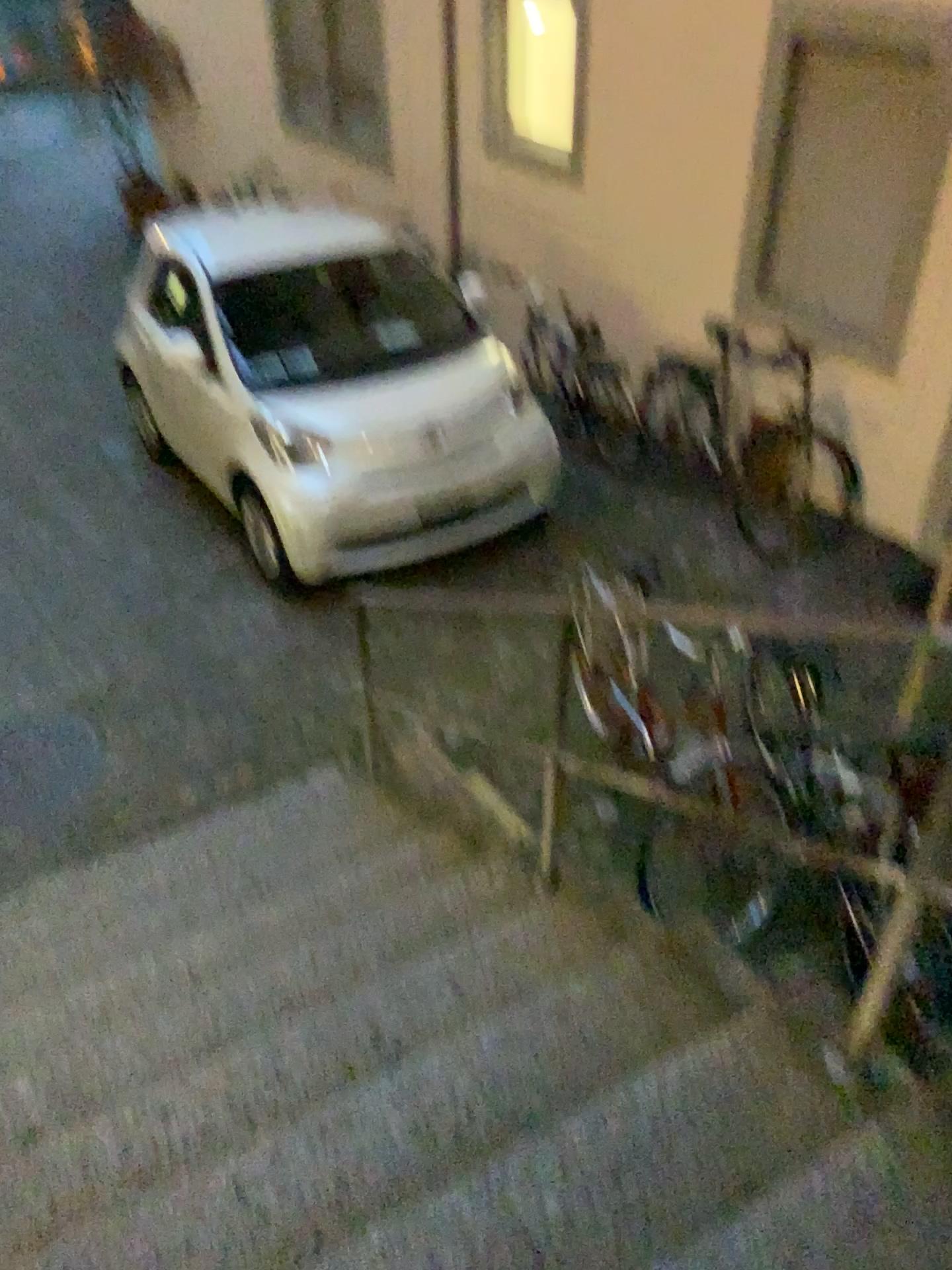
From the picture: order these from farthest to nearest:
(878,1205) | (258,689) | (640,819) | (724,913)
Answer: (258,689) → (640,819) → (724,913) → (878,1205)
